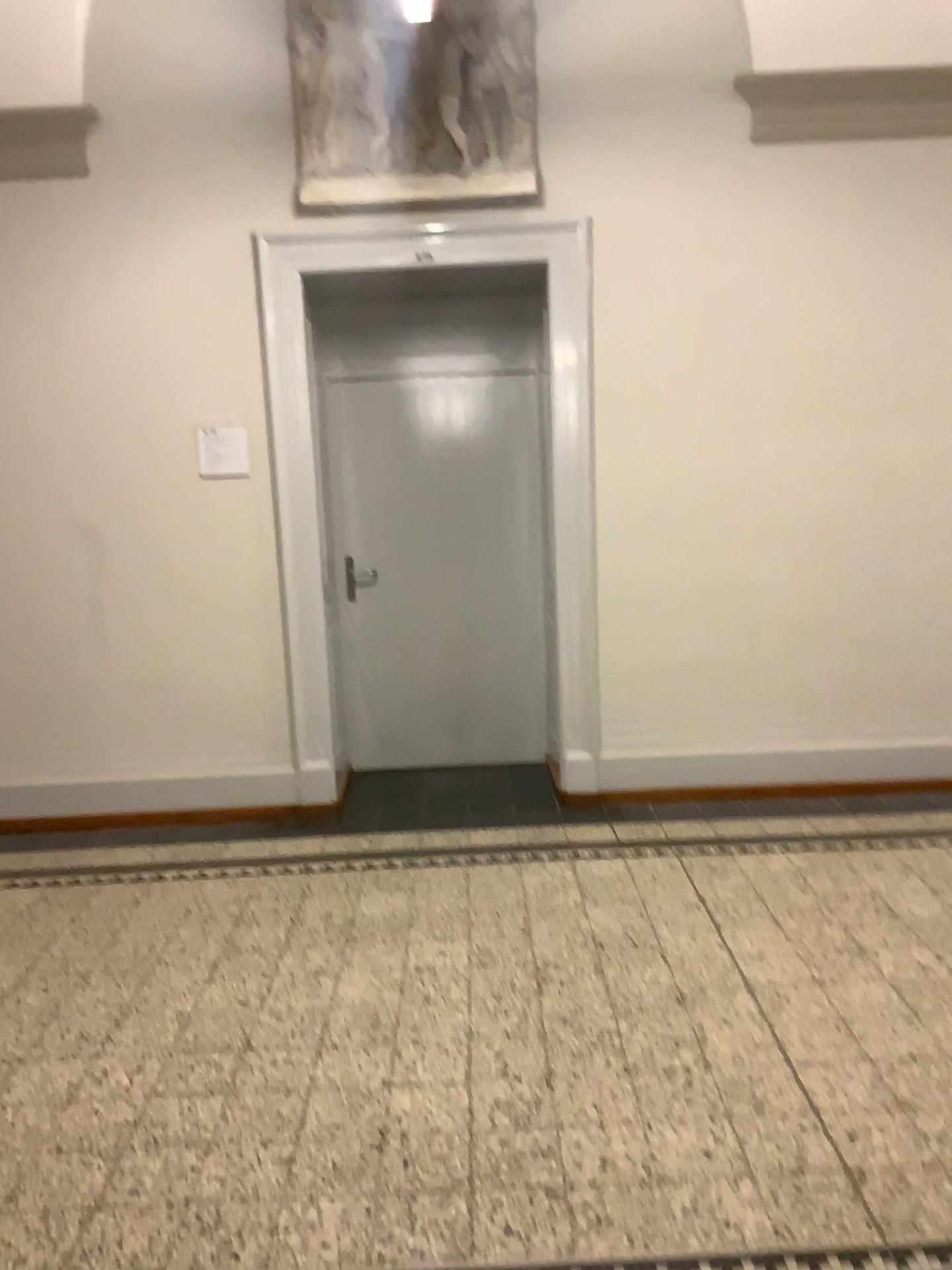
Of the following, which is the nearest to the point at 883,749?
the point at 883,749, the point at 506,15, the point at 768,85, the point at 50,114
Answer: the point at 883,749

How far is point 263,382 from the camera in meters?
4.5

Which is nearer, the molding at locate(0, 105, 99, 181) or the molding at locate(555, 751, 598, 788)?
the molding at locate(0, 105, 99, 181)

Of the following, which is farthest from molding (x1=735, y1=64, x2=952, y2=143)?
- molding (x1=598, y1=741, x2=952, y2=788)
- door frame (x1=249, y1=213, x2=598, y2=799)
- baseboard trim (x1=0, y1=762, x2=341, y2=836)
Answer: baseboard trim (x1=0, y1=762, x2=341, y2=836)

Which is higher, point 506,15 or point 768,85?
point 506,15

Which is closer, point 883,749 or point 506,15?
point 506,15

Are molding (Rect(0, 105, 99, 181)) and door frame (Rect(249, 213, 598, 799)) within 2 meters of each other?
yes

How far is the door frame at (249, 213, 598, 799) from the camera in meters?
4.4 m

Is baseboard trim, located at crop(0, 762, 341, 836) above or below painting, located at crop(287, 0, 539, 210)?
below

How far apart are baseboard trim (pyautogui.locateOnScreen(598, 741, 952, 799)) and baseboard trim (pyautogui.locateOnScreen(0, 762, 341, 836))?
1.2m
